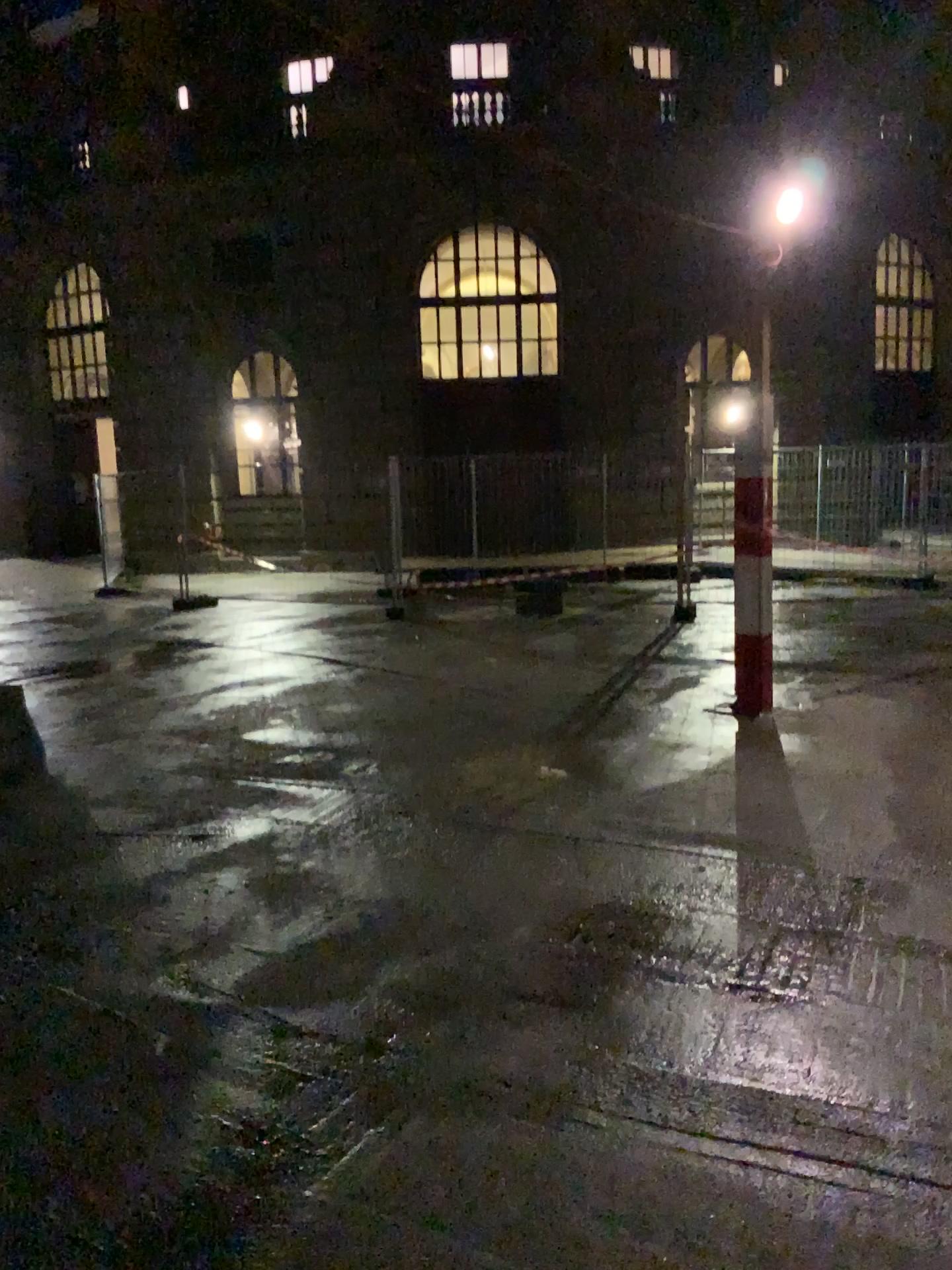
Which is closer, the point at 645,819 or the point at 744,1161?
the point at 744,1161
